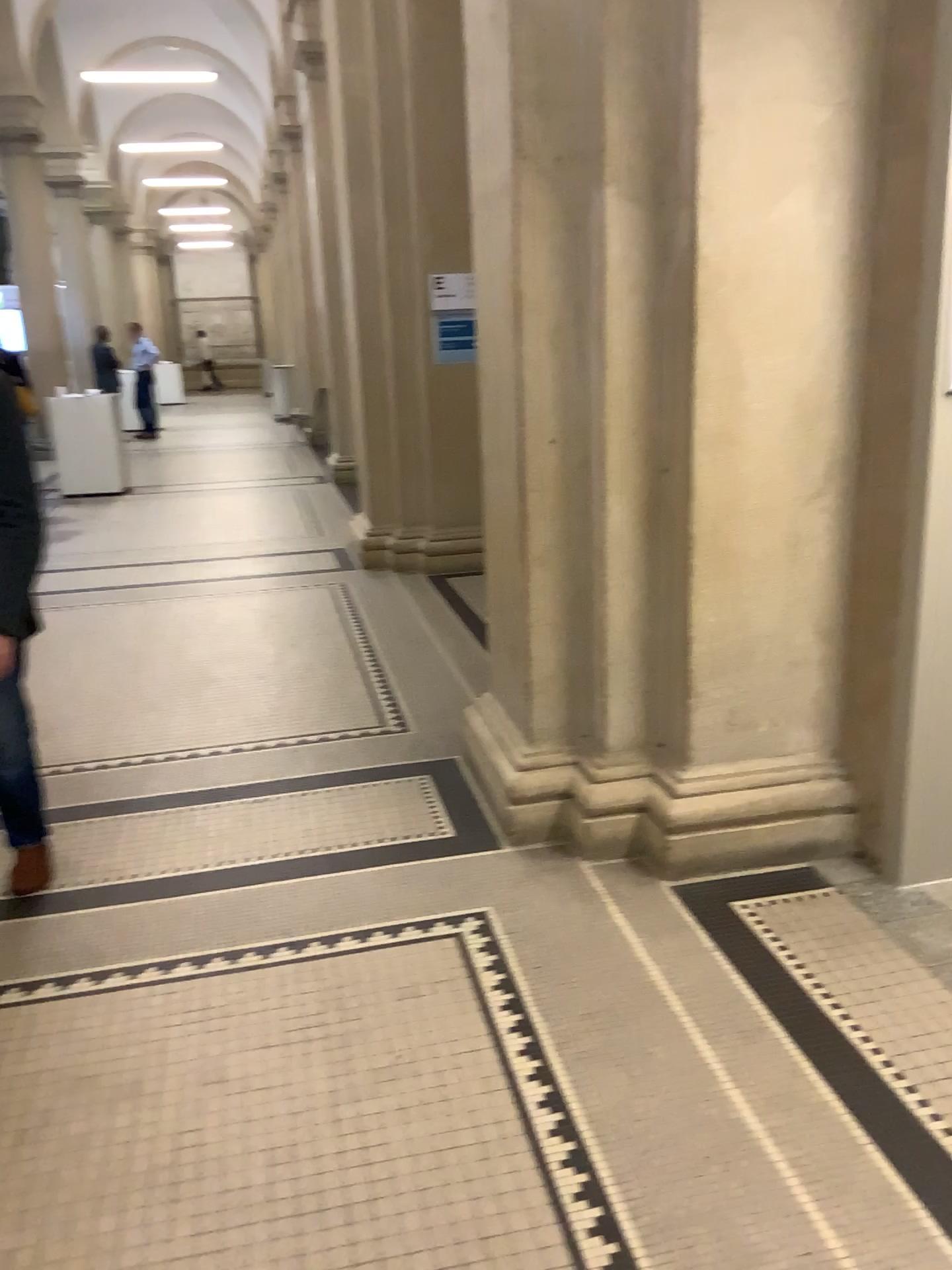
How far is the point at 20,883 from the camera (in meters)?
2.95

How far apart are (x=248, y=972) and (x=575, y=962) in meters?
0.8 m

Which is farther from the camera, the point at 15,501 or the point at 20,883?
the point at 20,883

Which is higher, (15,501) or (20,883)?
(15,501)

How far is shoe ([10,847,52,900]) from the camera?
3.0m

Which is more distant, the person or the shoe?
the shoe
